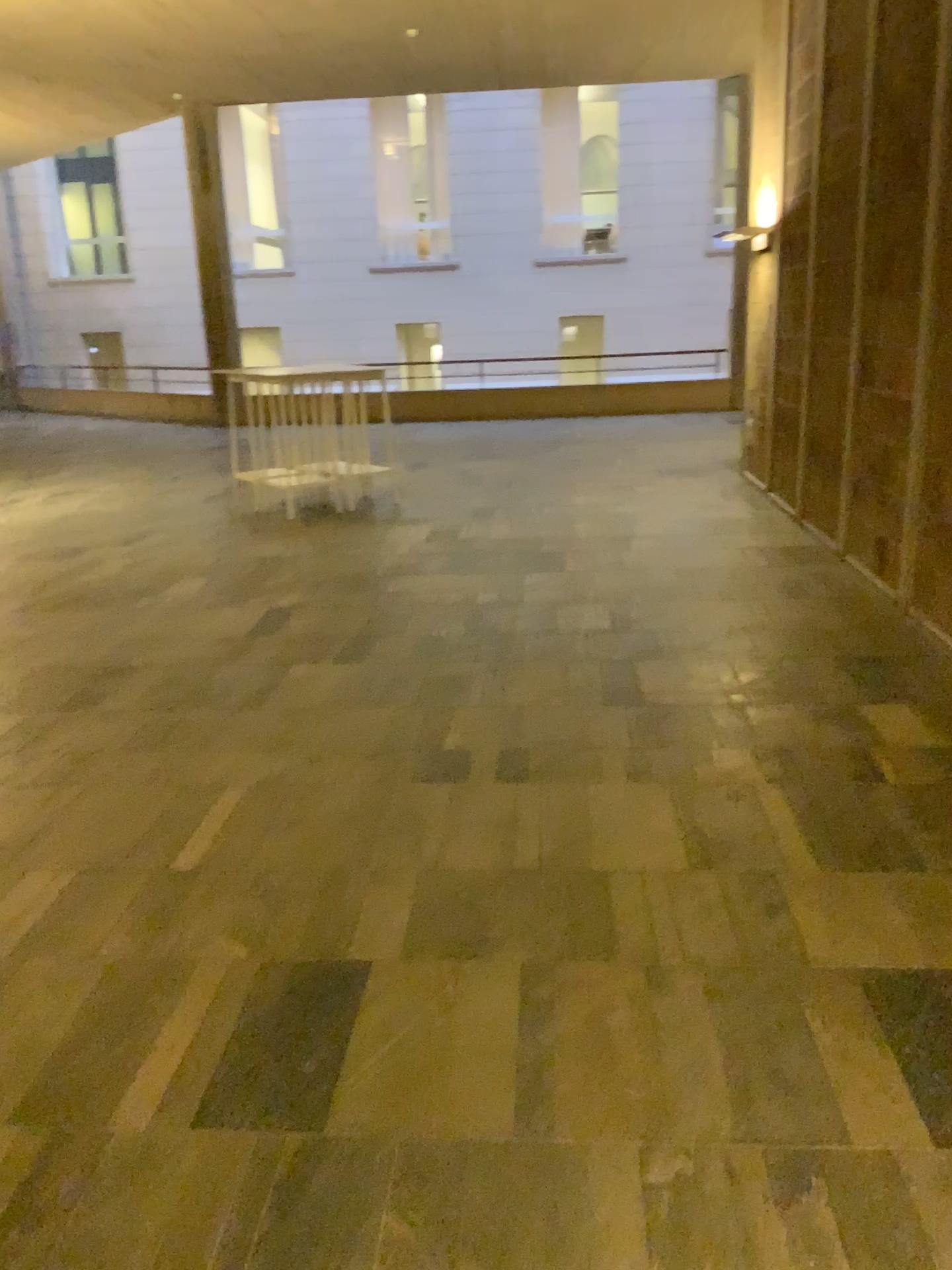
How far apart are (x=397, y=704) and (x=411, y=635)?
1.0 meters
